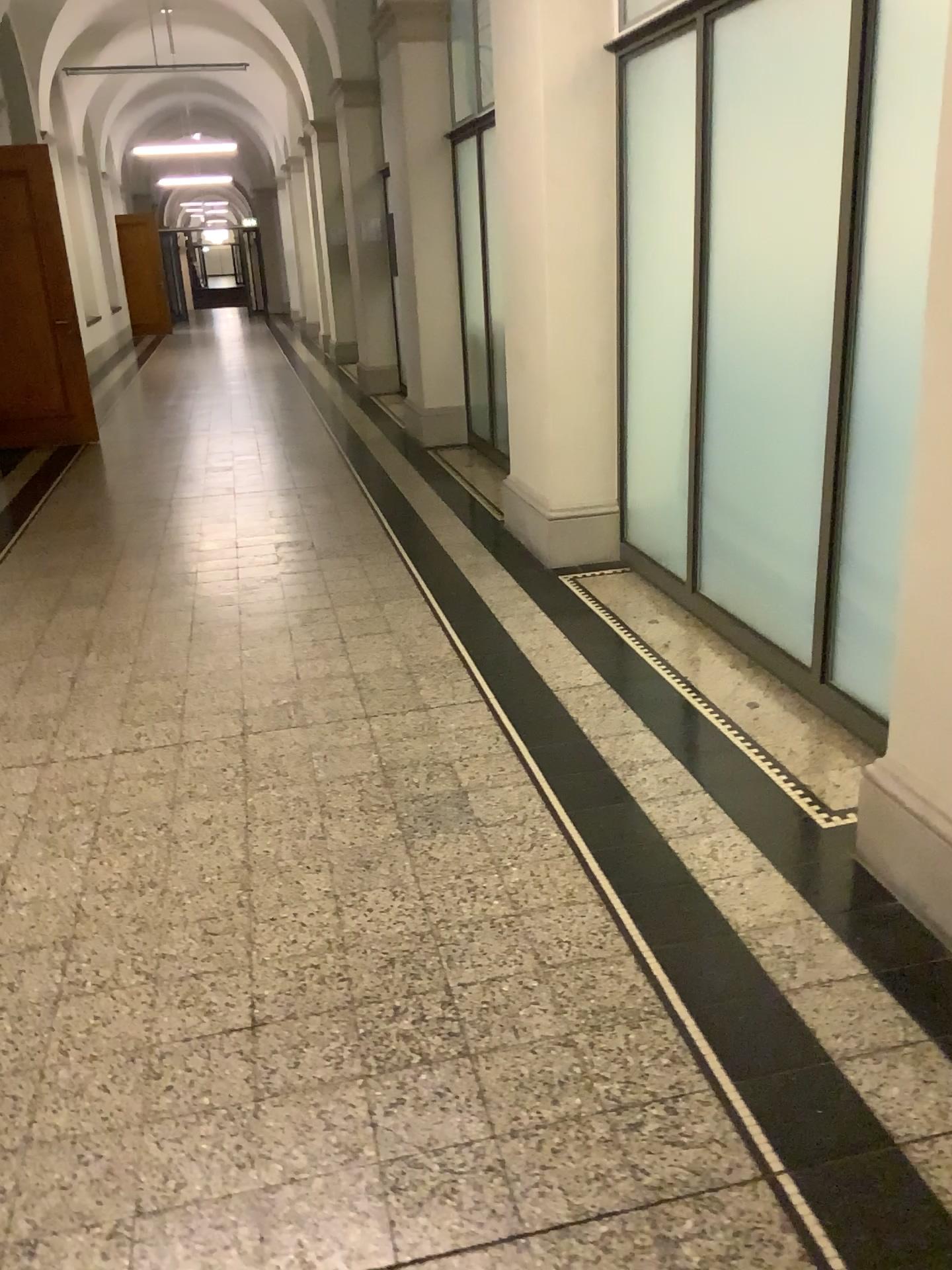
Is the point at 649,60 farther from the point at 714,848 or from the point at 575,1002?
the point at 575,1002

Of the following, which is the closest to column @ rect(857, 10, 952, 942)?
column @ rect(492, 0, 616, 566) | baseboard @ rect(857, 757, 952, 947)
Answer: baseboard @ rect(857, 757, 952, 947)

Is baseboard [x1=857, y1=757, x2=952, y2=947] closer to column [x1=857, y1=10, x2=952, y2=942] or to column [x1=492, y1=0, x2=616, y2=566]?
column [x1=857, y1=10, x2=952, y2=942]

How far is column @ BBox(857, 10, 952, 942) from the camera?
2.1m

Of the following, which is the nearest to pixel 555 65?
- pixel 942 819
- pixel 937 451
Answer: pixel 937 451

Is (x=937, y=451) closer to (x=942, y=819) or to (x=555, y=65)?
(x=942, y=819)

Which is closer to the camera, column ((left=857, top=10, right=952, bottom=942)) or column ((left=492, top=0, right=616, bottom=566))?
column ((left=857, top=10, right=952, bottom=942))

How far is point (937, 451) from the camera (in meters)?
2.06
